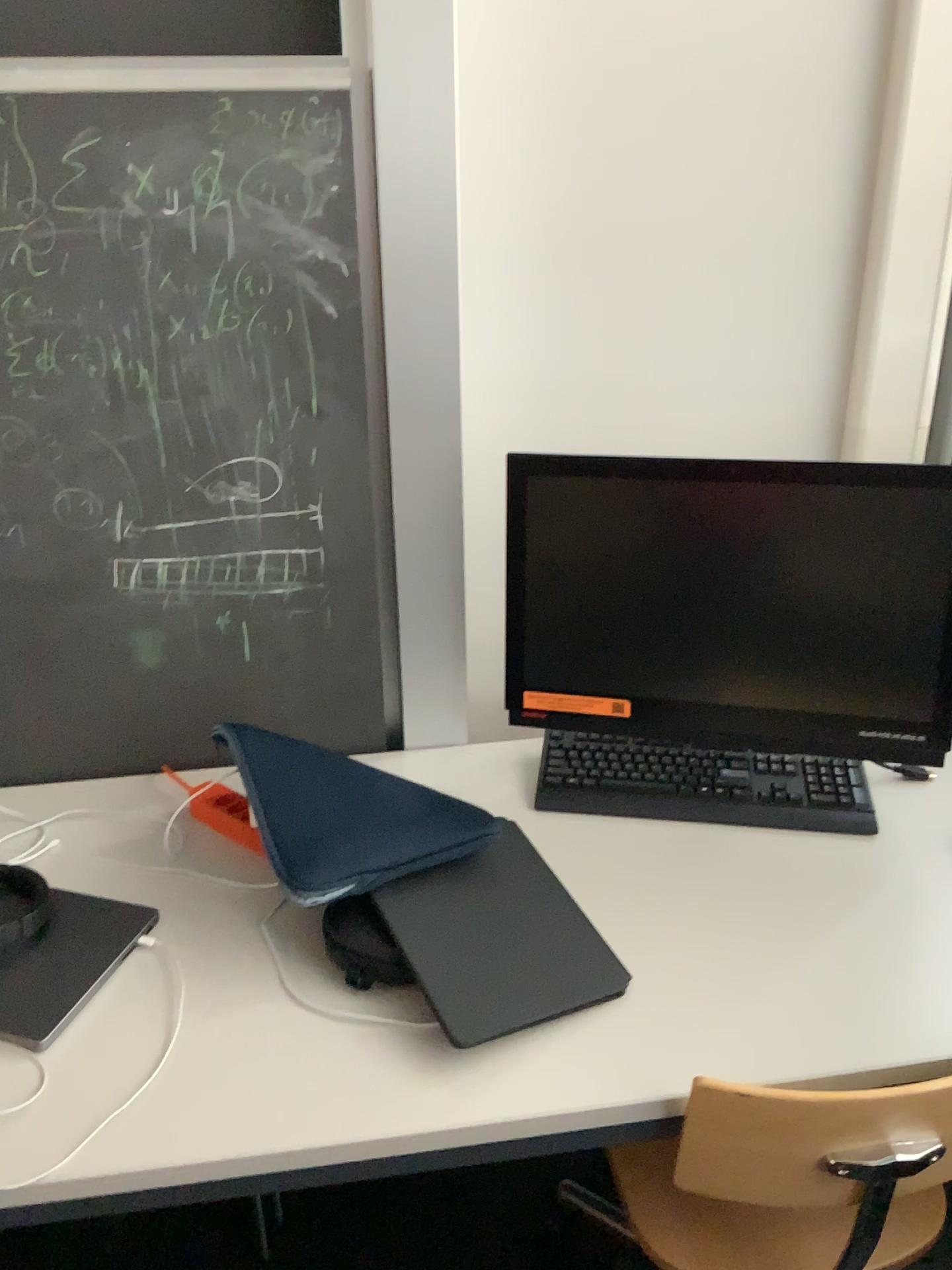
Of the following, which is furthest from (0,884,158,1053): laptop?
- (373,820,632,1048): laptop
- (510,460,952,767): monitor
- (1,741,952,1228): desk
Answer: (510,460,952,767): monitor

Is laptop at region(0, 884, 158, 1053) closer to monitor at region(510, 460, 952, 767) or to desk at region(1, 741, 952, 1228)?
desk at region(1, 741, 952, 1228)

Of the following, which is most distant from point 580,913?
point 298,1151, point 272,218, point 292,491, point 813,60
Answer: point 813,60

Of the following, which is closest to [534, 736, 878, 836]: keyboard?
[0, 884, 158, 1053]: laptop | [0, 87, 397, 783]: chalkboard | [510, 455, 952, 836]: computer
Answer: [510, 455, 952, 836]: computer

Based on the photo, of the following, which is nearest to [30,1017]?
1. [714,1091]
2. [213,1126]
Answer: [213,1126]

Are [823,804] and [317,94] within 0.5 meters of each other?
no

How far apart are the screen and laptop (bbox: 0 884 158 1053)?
0.6 meters

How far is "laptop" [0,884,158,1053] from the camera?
1.1m

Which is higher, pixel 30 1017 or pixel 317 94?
pixel 317 94

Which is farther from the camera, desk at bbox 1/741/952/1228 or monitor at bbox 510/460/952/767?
monitor at bbox 510/460/952/767
